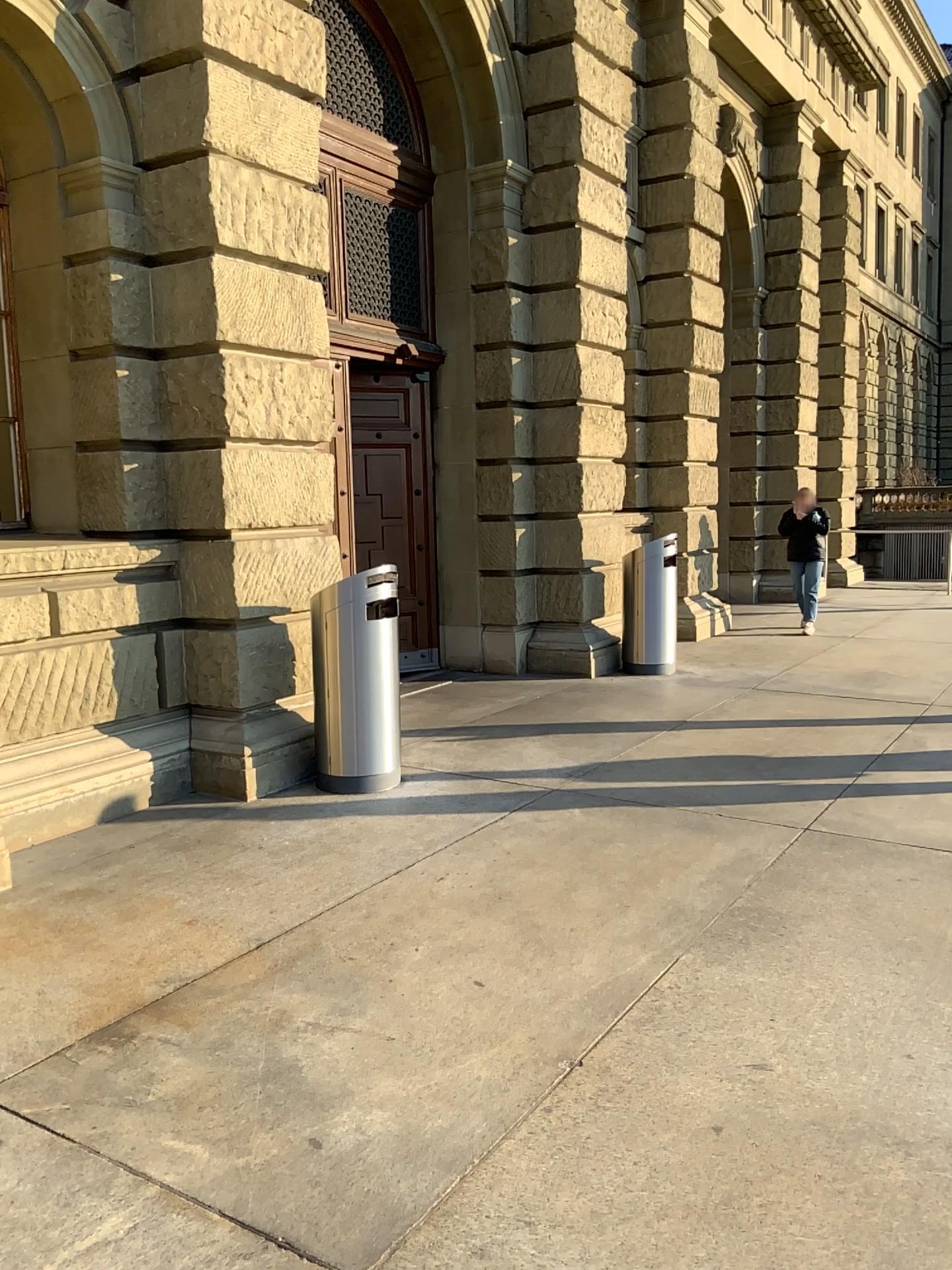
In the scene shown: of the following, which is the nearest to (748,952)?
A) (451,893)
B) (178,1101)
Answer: (451,893)
